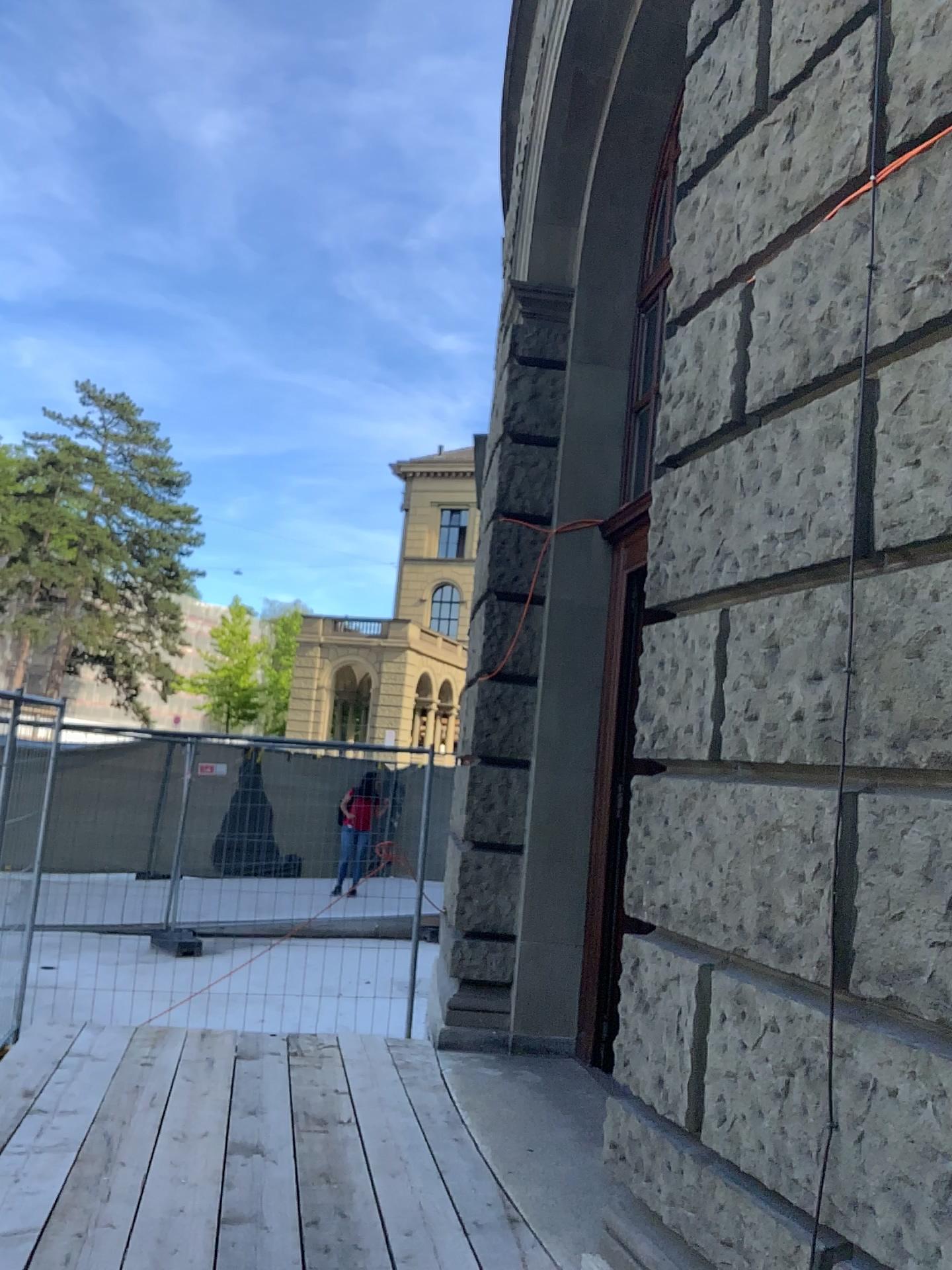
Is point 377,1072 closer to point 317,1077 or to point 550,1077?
point 317,1077
